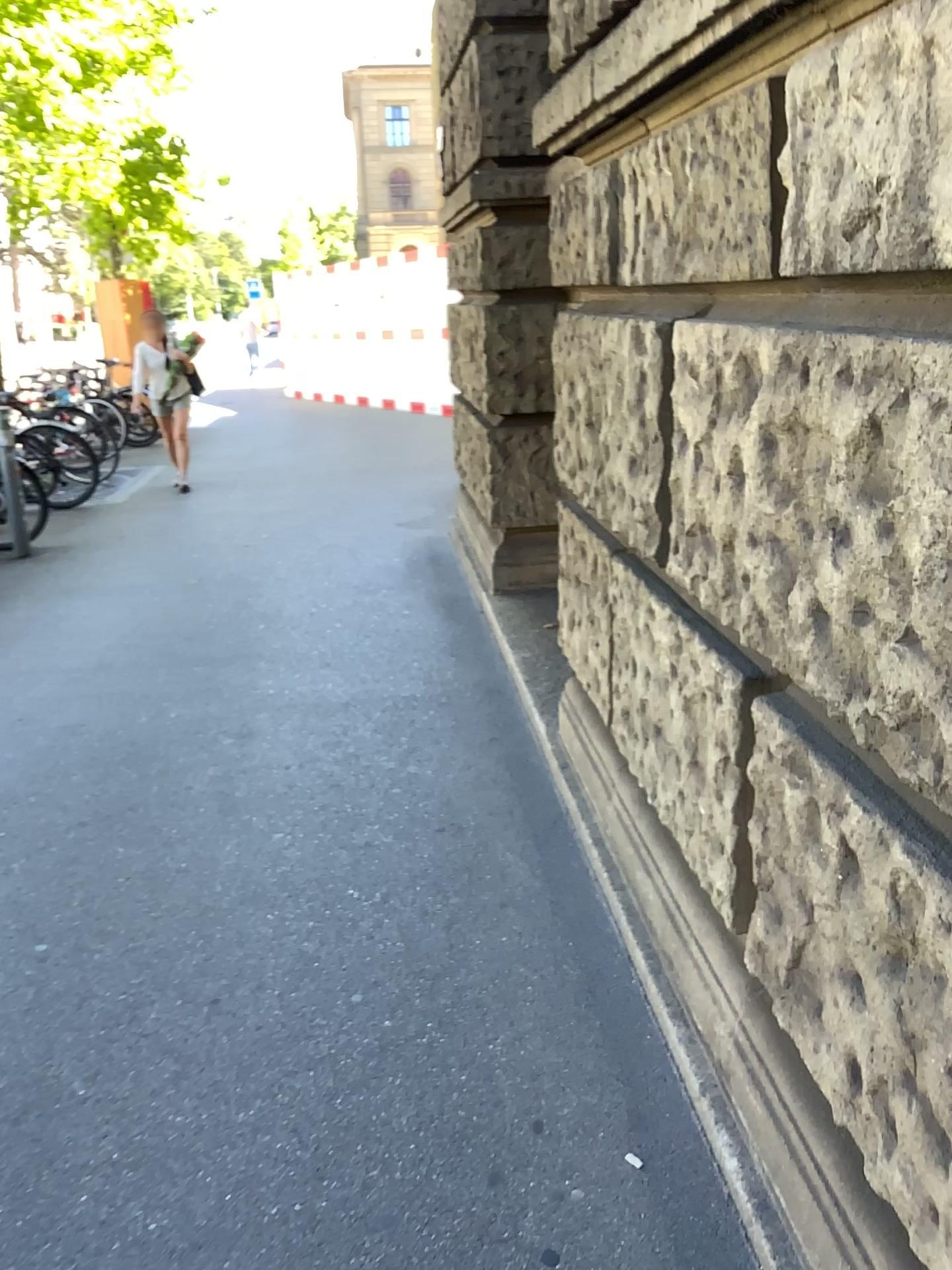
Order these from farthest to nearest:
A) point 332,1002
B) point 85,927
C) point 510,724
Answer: point 510,724 < point 85,927 < point 332,1002
